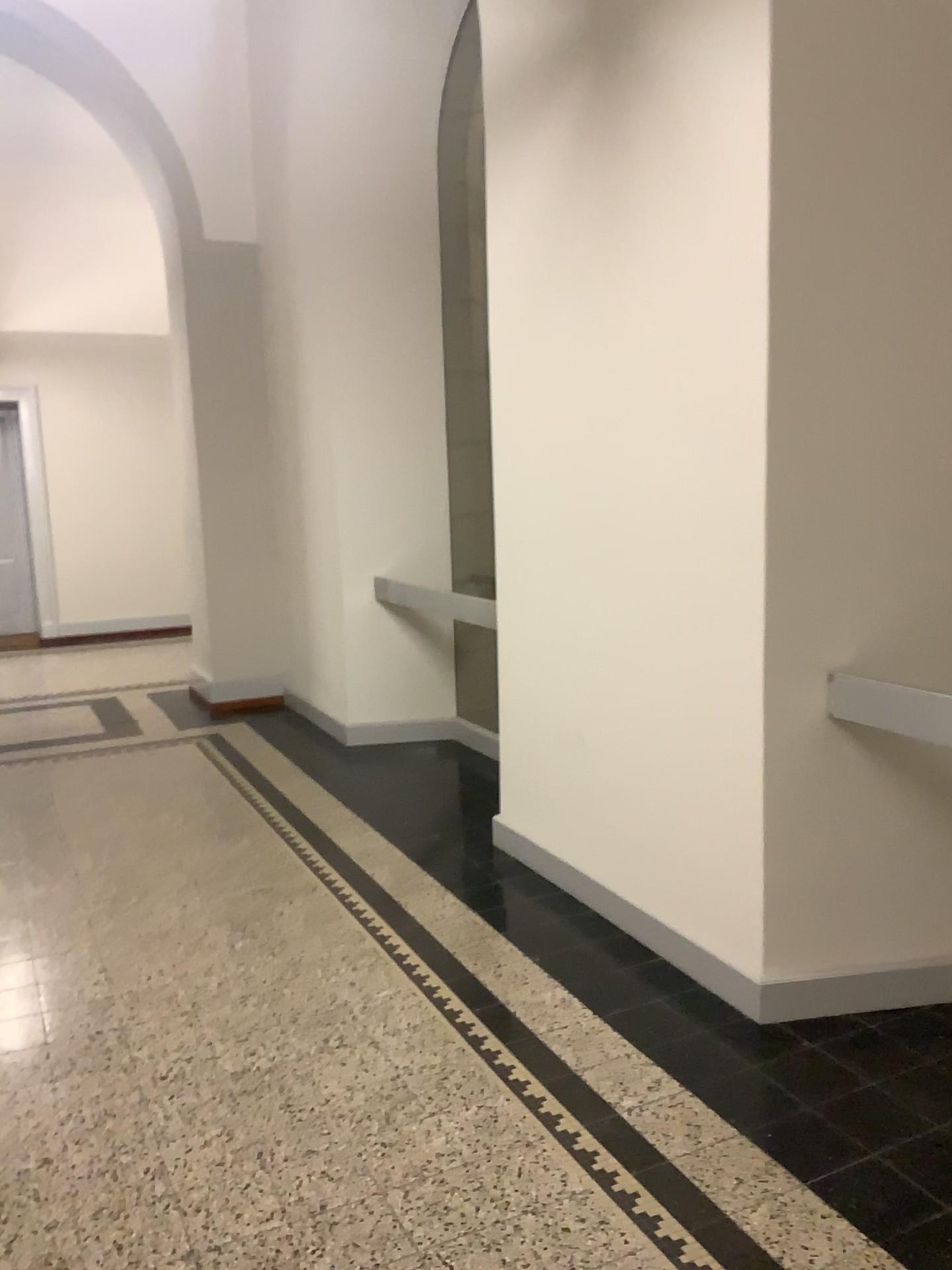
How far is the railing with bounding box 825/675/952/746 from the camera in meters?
2.7 m

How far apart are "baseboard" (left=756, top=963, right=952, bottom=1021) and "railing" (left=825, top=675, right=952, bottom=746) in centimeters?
74cm

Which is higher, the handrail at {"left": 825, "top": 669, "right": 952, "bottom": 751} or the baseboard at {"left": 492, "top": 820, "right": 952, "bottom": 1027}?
the handrail at {"left": 825, "top": 669, "right": 952, "bottom": 751}

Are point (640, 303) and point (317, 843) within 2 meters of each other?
no

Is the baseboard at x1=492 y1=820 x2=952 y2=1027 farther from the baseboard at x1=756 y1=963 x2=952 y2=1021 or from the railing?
the railing

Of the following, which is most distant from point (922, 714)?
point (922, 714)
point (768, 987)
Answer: point (768, 987)

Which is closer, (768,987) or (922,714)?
(922,714)

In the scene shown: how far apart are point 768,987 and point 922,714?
0.87m

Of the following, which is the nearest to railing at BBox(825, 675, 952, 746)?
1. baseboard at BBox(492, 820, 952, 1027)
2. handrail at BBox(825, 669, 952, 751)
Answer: handrail at BBox(825, 669, 952, 751)

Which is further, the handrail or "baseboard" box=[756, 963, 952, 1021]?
"baseboard" box=[756, 963, 952, 1021]
